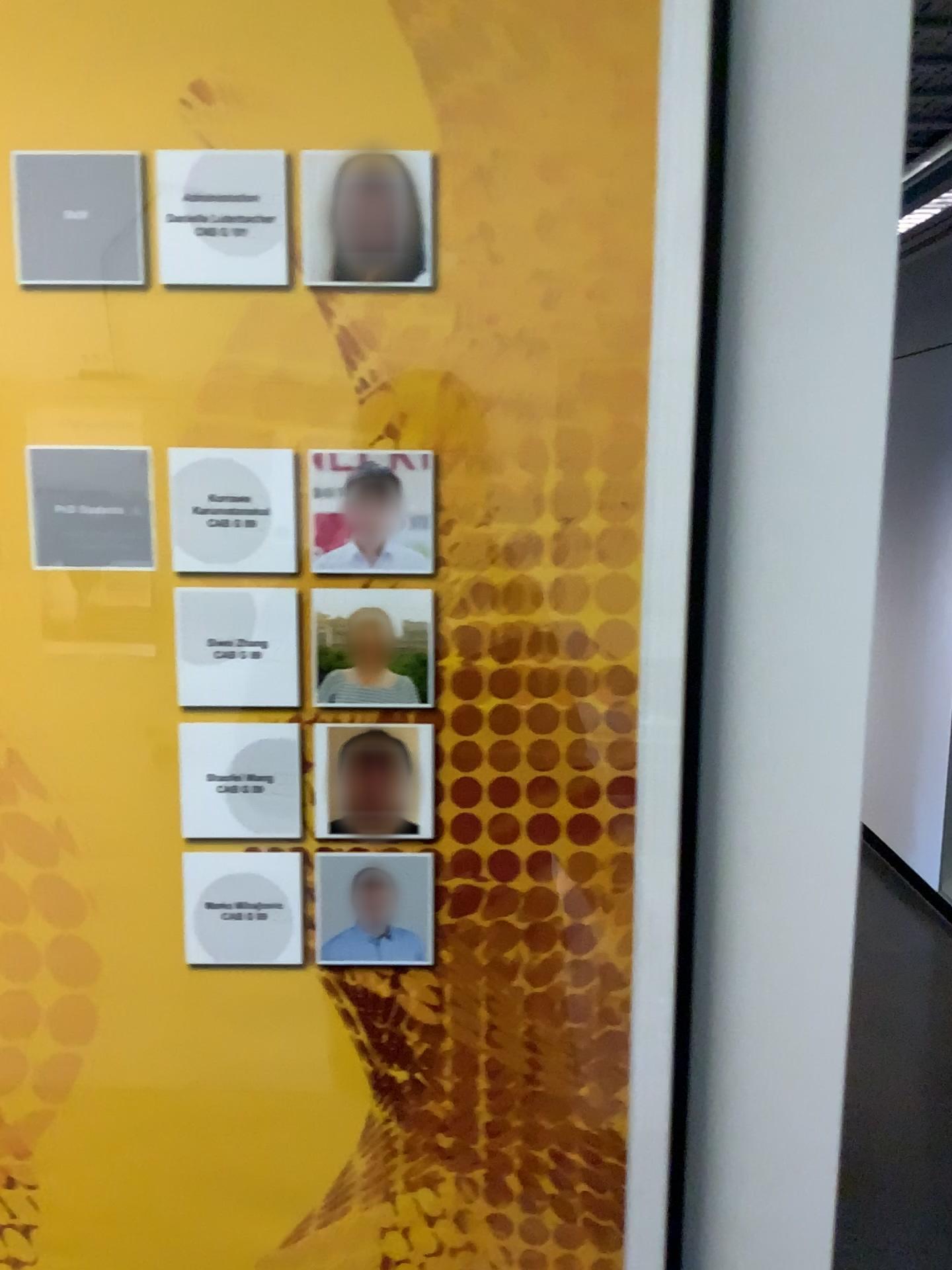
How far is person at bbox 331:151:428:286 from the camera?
0.6m

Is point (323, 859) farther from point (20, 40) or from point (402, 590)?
point (20, 40)

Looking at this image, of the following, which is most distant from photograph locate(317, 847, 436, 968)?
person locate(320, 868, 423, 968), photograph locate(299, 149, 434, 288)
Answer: photograph locate(299, 149, 434, 288)

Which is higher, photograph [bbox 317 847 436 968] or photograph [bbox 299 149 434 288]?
photograph [bbox 299 149 434 288]

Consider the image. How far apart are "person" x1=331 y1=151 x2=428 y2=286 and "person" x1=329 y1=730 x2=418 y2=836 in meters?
0.3 m

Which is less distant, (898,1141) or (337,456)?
(337,456)

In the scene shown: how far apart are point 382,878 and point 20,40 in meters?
0.5 m

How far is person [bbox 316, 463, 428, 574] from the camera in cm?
64

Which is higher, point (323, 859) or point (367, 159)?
point (367, 159)

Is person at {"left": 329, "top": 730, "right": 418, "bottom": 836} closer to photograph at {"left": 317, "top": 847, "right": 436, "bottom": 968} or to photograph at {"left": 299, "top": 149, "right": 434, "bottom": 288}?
photograph at {"left": 317, "top": 847, "right": 436, "bottom": 968}
